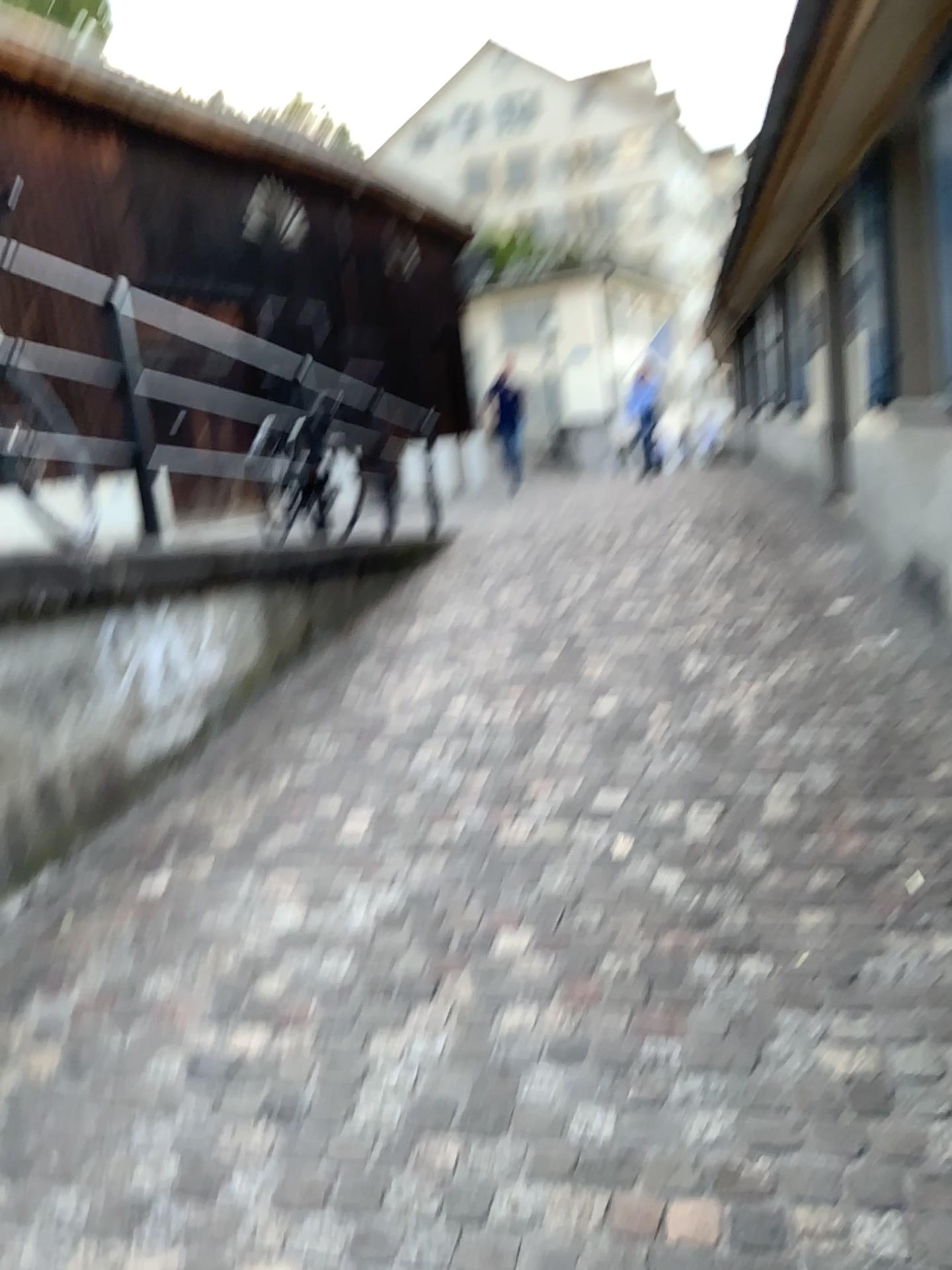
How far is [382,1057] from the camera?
2.2m
